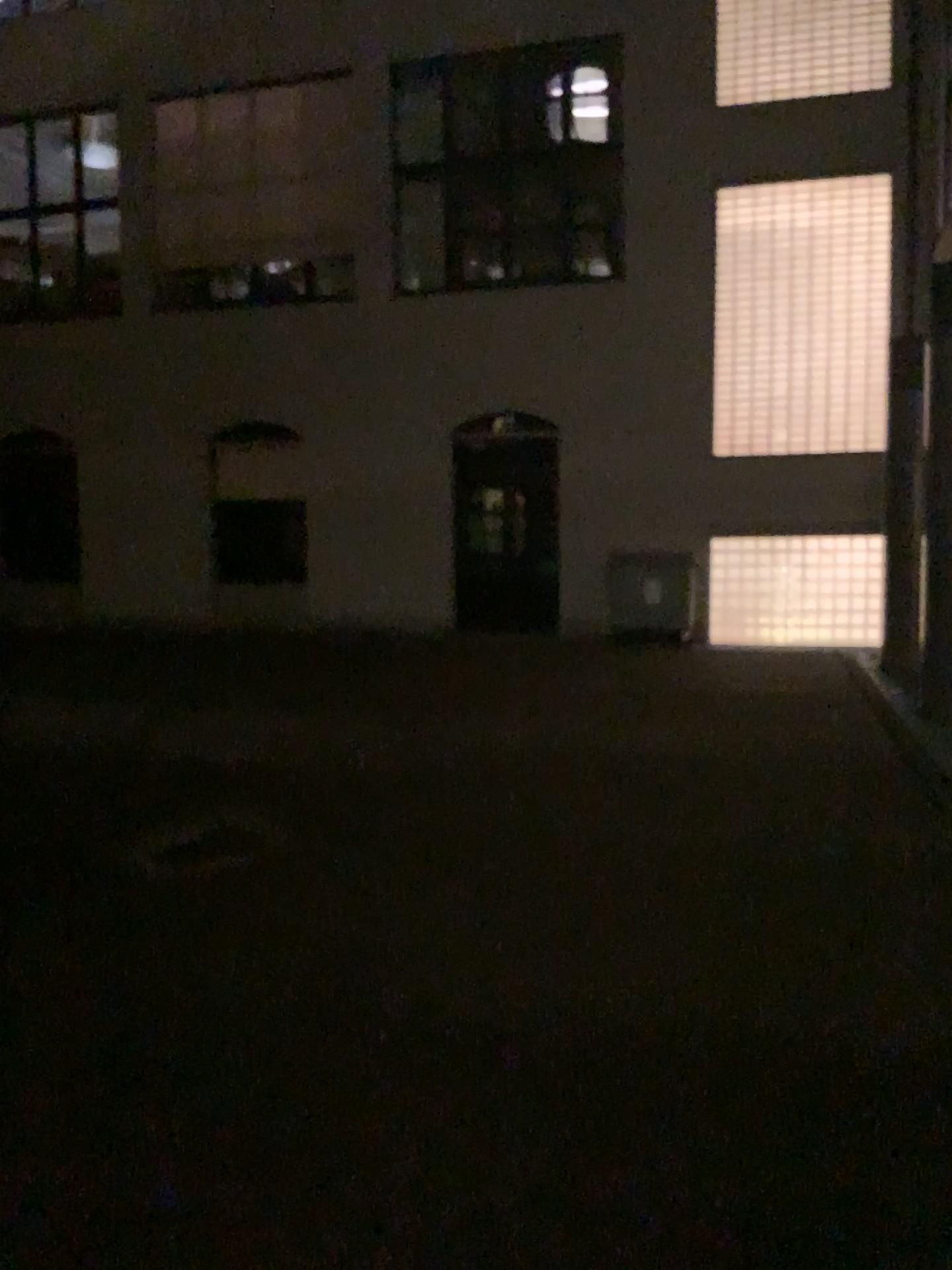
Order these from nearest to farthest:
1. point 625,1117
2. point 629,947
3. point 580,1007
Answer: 1. point 625,1117
2. point 580,1007
3. point 629,947
